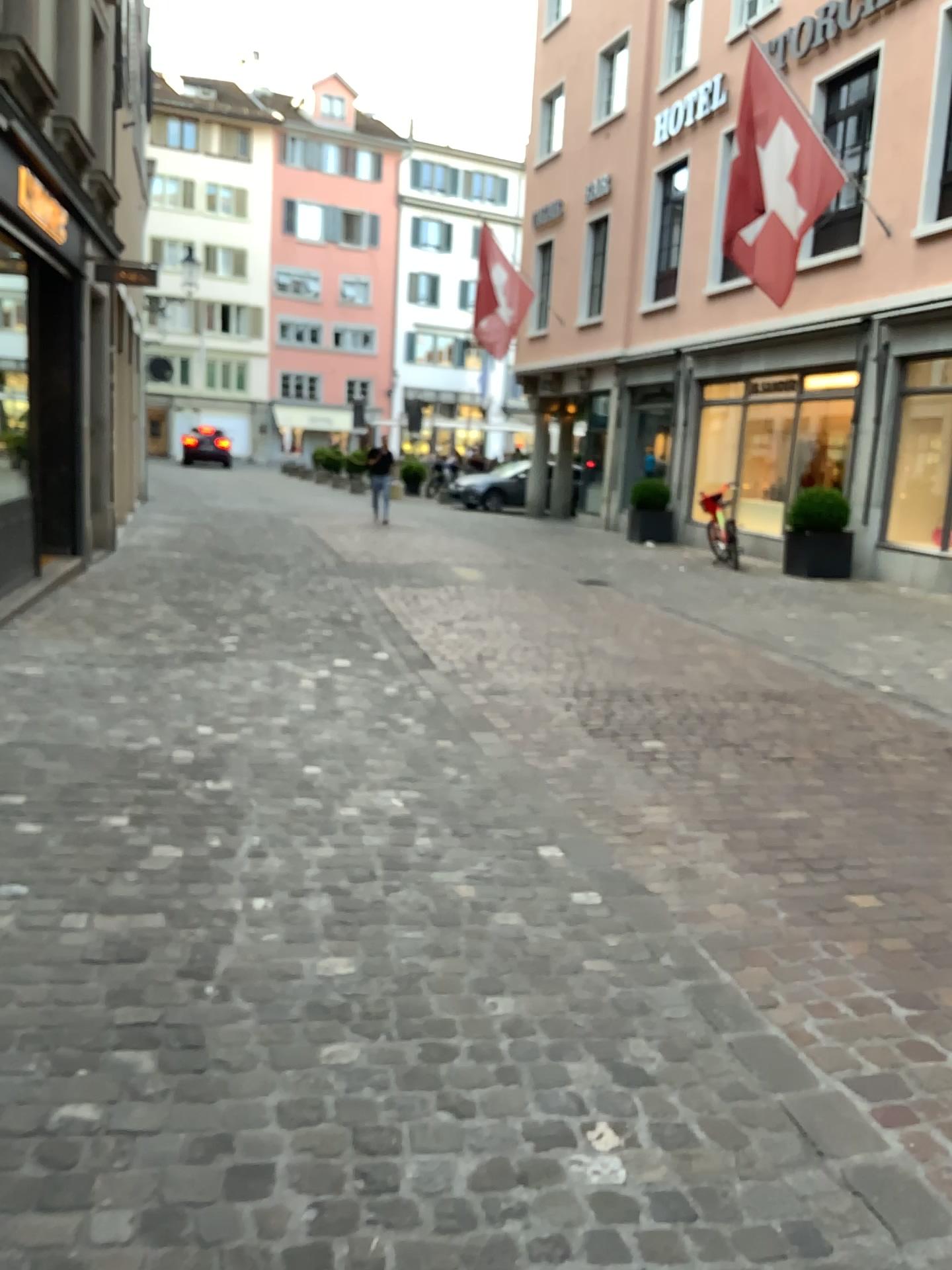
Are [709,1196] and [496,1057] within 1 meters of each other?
yes
